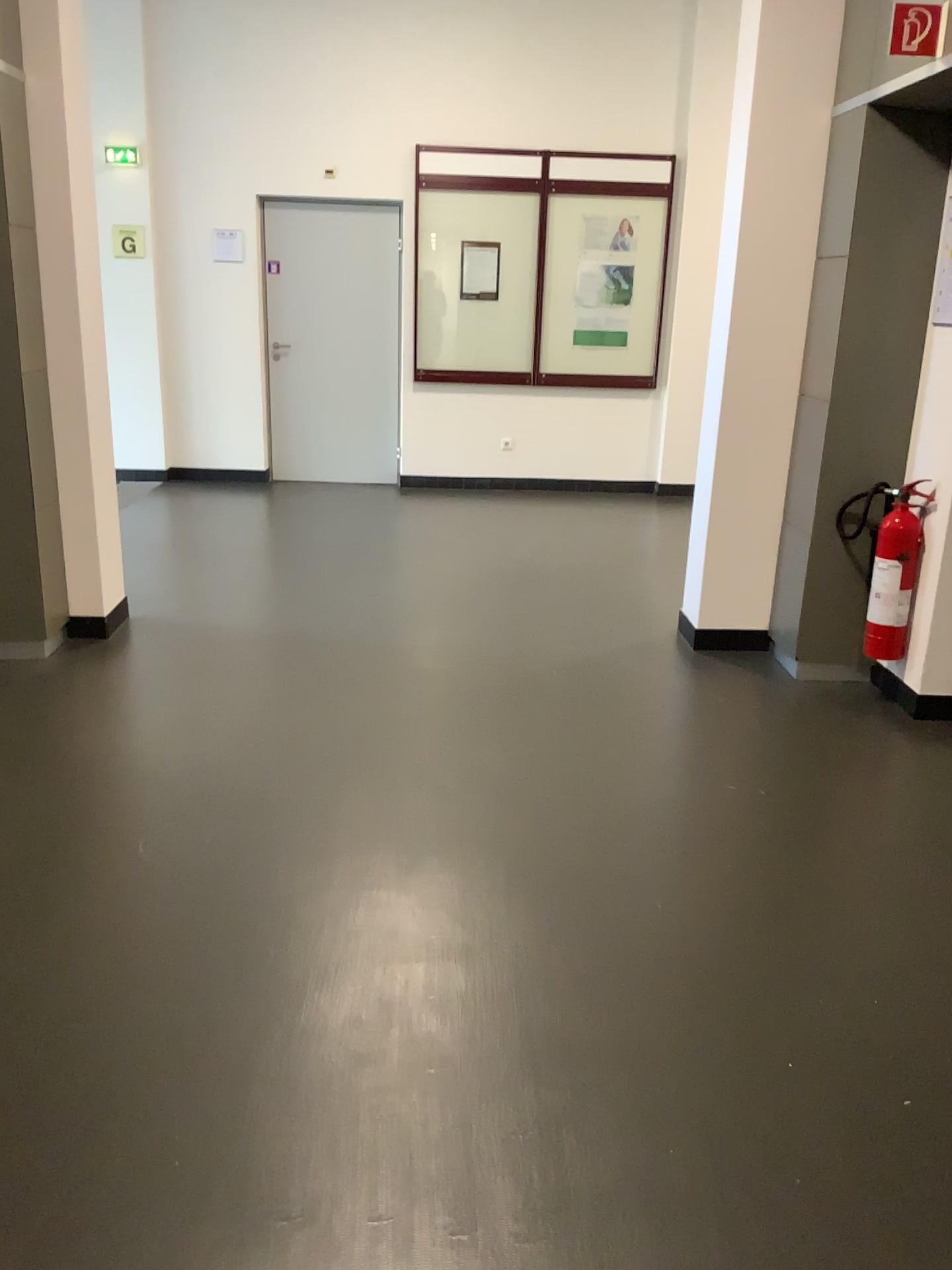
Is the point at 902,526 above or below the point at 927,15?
below

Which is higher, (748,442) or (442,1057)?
(748,442)

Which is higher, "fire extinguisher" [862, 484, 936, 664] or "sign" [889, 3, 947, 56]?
"sign" [889, 3, 947, 56]

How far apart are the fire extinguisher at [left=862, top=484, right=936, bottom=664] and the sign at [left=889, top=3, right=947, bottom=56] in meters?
1.4

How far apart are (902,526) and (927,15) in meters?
1.6

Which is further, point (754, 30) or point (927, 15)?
point (754, 30)

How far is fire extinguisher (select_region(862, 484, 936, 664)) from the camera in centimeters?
373cm

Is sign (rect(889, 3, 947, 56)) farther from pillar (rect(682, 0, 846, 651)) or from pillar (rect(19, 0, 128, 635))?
pillar (rect(19, 0, 128, 635))

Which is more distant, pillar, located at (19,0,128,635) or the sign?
pillar, located at (19,0,128,635)

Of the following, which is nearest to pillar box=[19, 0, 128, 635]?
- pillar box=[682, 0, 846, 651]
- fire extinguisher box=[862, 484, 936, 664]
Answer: pillar box=[682, 0, 846, 651]
